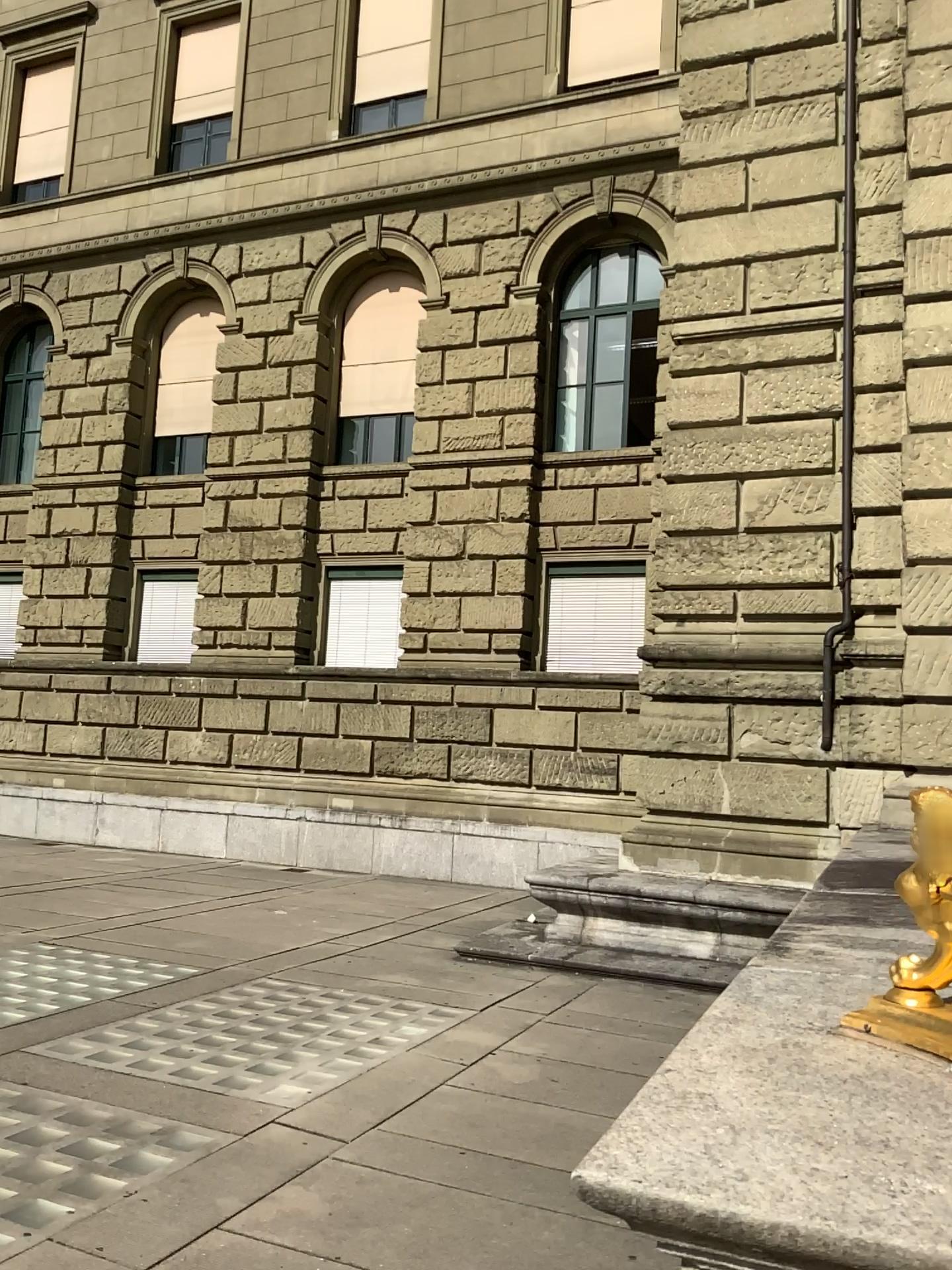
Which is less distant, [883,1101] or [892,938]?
[883,1101]
